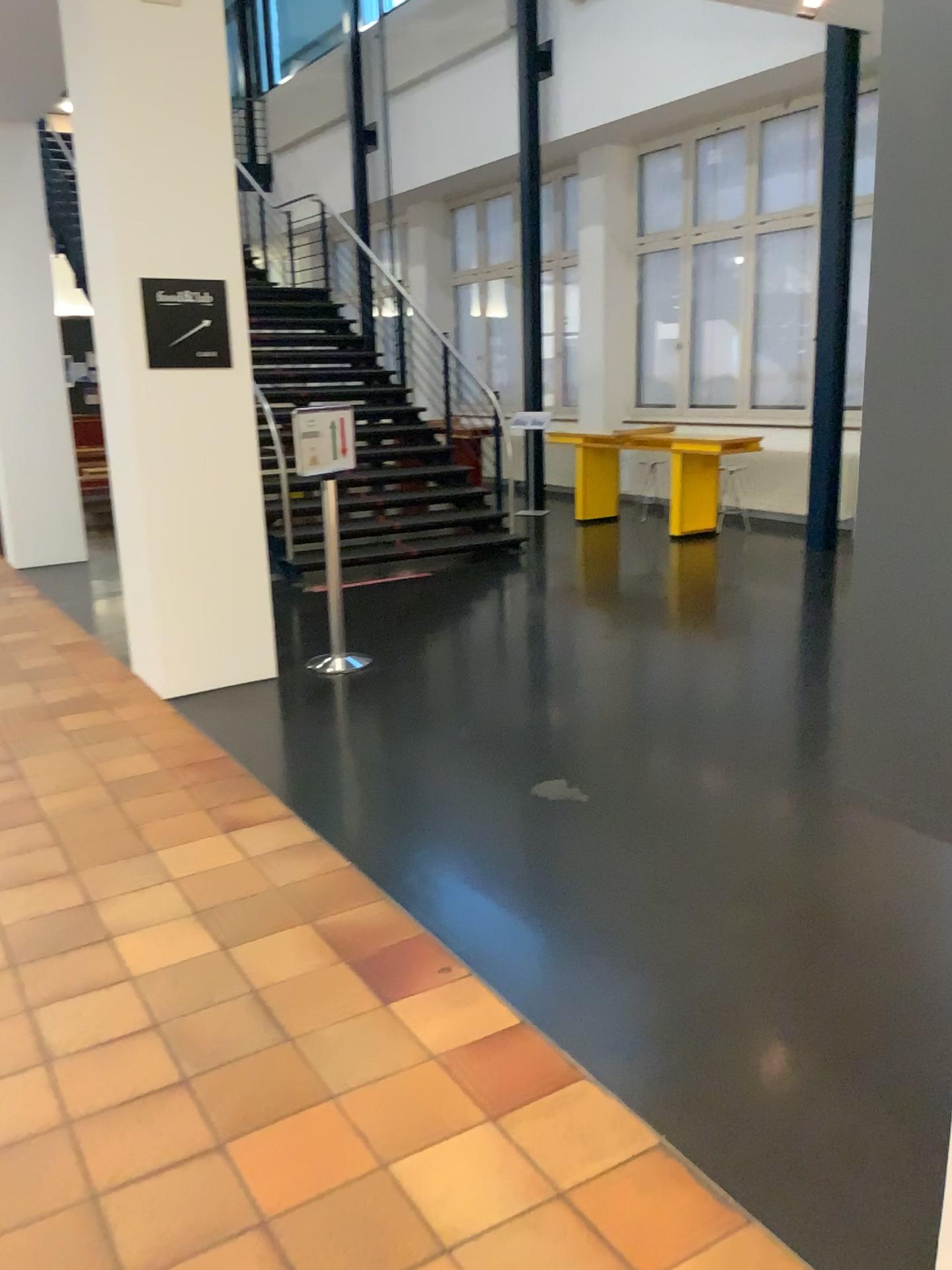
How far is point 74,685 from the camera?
5.36m
